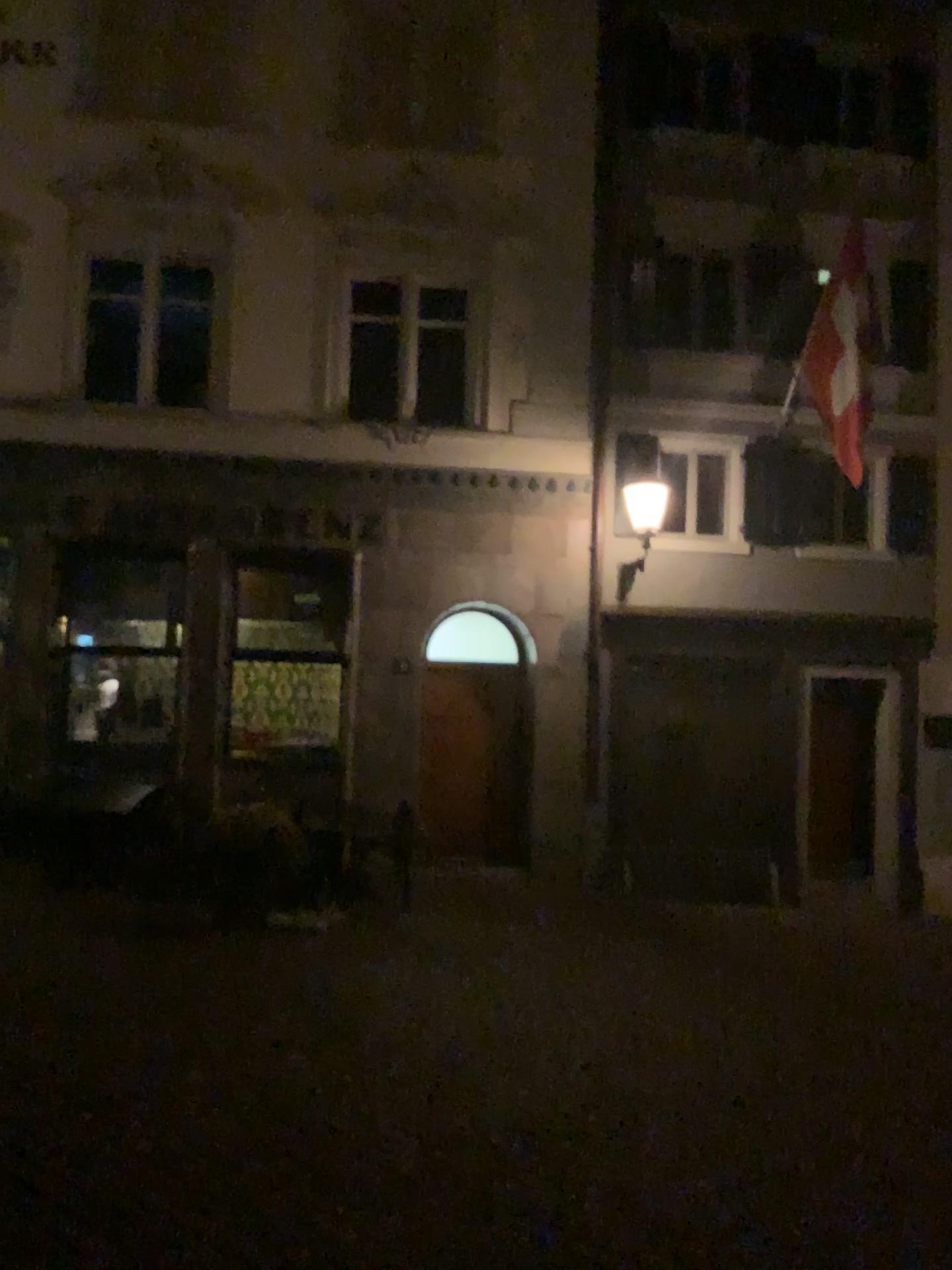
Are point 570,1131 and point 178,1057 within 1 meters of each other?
no
